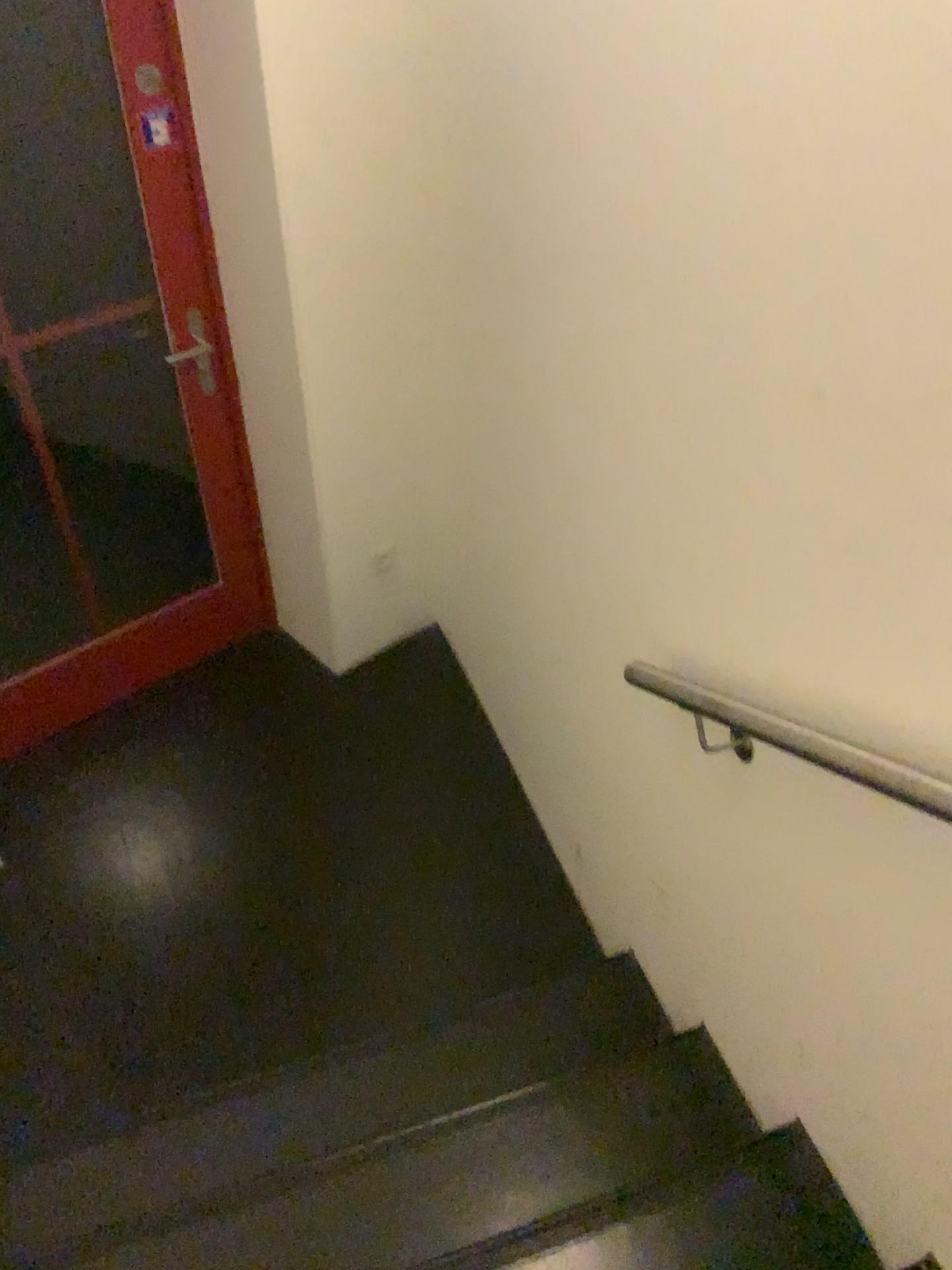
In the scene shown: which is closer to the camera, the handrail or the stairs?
the handrail

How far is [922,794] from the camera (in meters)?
1.20

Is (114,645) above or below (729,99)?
below

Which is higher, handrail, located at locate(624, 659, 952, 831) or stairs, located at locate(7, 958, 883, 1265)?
handrail, located at locate(624, 659, 952, 831)

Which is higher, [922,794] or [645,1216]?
[922,794]

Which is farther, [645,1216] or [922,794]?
[645,1216]

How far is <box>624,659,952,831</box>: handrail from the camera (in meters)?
1.20
